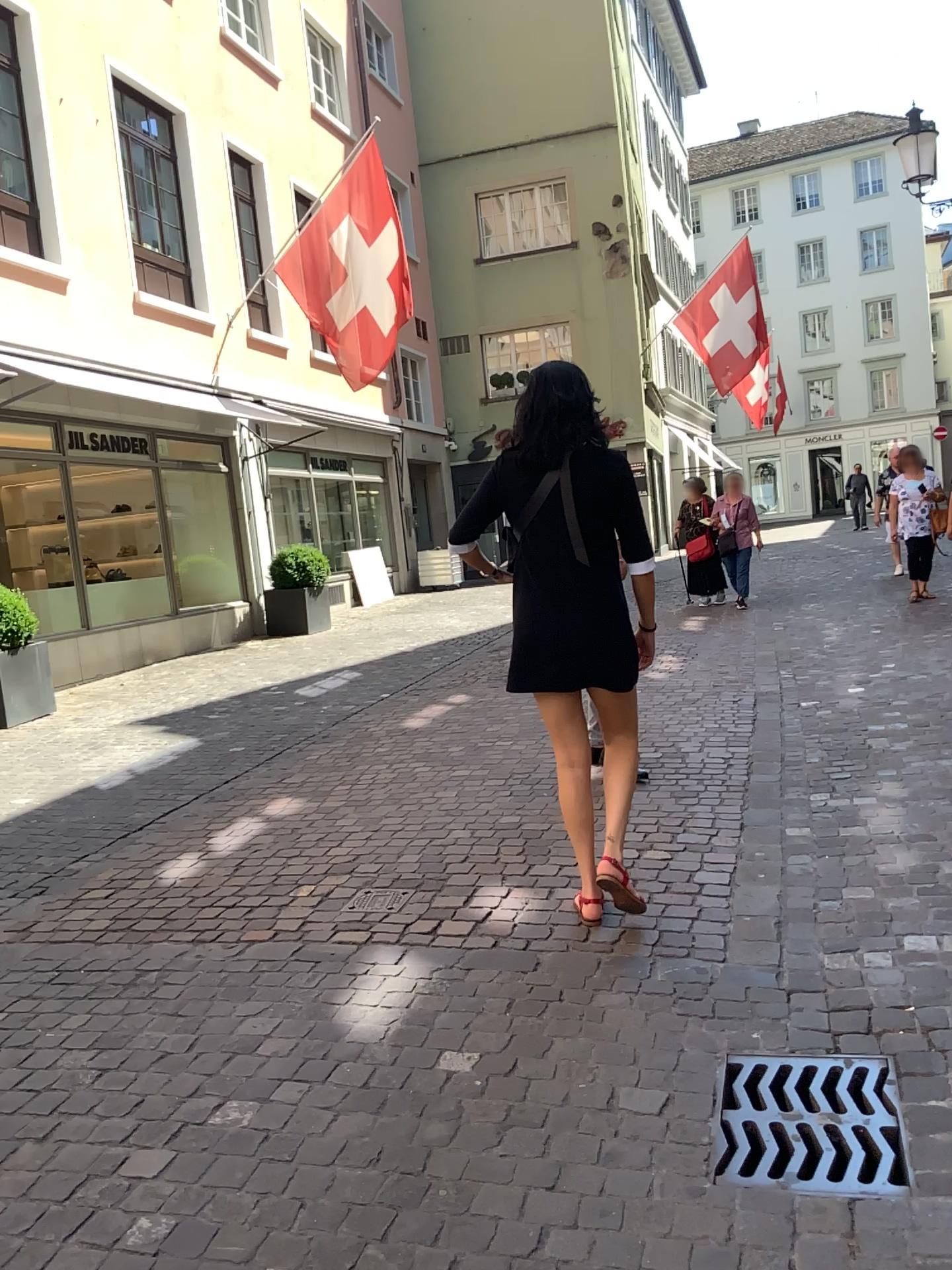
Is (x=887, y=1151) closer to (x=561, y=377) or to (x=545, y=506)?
(x=545, y=506)

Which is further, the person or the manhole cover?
the person

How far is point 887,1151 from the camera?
2.10m

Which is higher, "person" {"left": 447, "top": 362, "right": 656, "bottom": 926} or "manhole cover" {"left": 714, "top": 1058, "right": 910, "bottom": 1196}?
"person" {"left": 447, "top": 362, "right": 656, "bottom": 926}

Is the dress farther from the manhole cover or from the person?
the manhole cover

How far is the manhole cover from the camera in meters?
2.1 m

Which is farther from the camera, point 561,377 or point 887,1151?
point 561,377

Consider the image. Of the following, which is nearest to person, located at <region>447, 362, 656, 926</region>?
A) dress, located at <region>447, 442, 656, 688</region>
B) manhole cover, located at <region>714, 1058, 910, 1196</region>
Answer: dress, located at <region>447, 442, 656, 688</region>

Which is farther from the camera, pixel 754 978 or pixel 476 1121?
pixel 754 978
